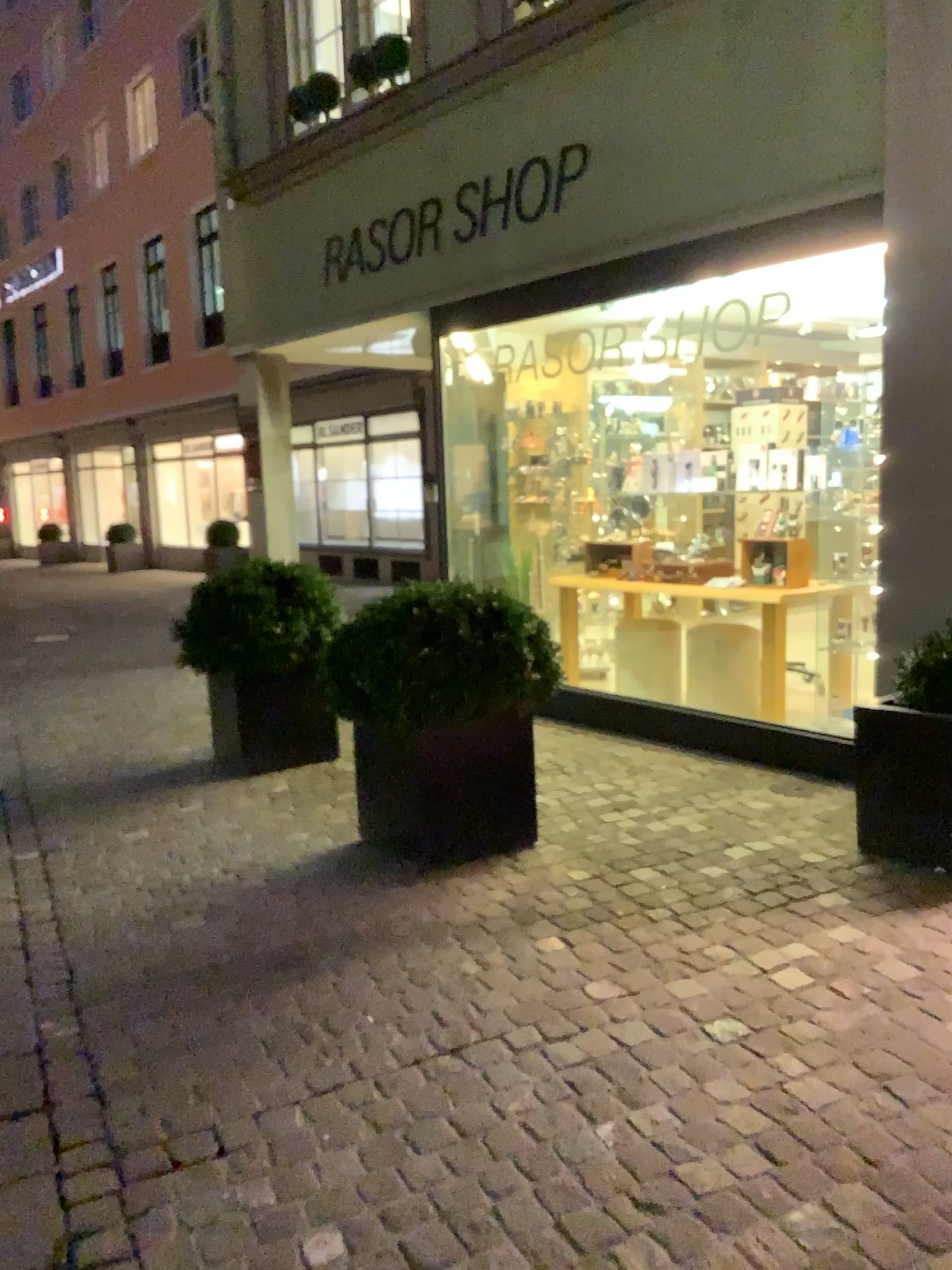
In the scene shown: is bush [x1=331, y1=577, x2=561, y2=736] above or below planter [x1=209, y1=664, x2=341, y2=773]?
above

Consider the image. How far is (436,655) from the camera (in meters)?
3.55

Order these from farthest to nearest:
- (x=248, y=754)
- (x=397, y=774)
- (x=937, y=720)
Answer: (x=248, y=754), (x=397, y=774), (x=937, y=720)

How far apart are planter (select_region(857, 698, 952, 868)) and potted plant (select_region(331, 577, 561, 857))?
1.08m

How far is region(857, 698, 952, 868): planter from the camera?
3.3m

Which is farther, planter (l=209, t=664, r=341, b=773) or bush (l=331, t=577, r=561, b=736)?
planter (l=209, t=664, r=341, b=773)

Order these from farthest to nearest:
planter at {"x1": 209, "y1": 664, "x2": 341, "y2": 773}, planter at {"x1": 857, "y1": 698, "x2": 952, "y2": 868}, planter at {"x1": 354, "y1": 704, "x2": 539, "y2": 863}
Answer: planter at {"x1": 209, "y1": 664, "x2": 341, "y2": 773} → planter at {"x1": 354, "y1": 704, "x2": 539, "y2": 863} → planter at {"x1": 857, "y1": 698, "x2": 952, "y2": 868}

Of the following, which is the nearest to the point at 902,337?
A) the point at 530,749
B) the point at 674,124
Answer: the point at 674,124

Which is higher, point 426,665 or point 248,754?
point 426,665

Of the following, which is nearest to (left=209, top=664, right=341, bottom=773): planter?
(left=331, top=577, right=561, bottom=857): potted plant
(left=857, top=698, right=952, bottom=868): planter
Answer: (left=331, top=577, right=561, bottom=857): potted plant
